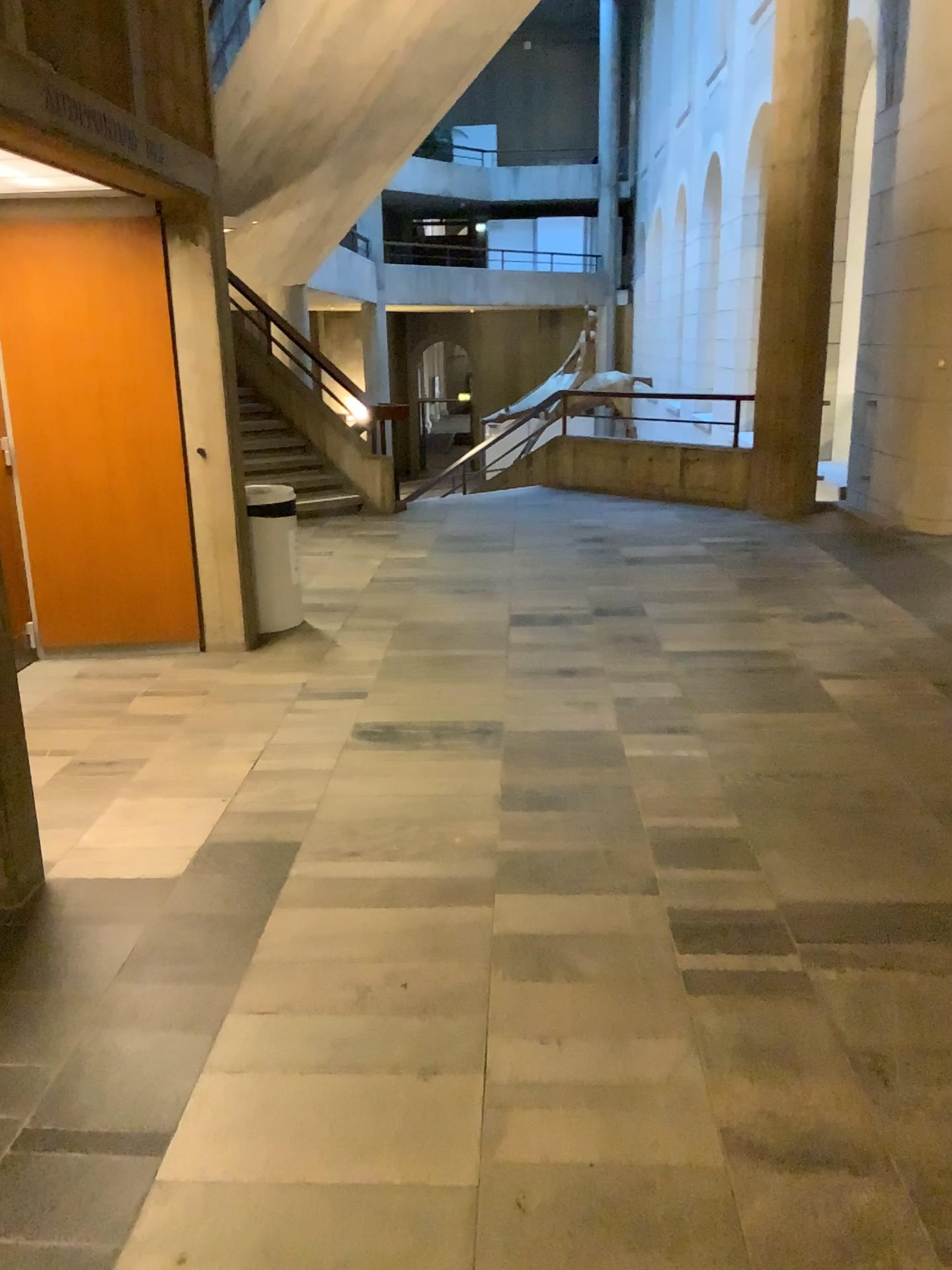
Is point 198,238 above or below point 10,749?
above

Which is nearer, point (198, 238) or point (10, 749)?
A: point (10, 749)

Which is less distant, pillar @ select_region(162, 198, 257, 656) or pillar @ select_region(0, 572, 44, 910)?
pillar @ select_region(0, 572, 44, 910)

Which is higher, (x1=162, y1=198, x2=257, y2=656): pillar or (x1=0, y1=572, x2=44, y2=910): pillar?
(x1=162, y1=198, x2=257, y2=656): pillar

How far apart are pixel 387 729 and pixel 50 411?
2.3 meters
